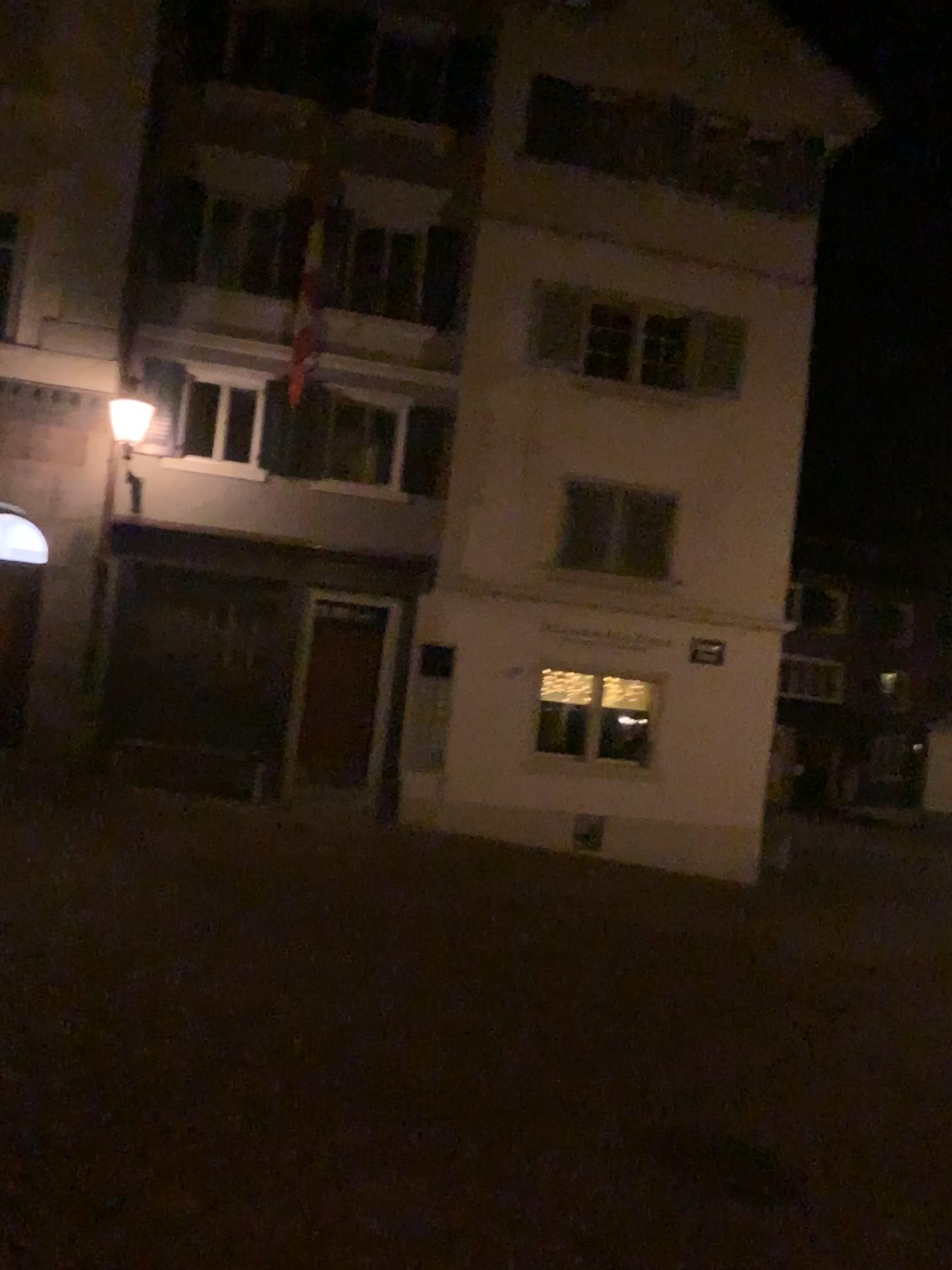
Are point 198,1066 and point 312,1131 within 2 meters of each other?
yes
